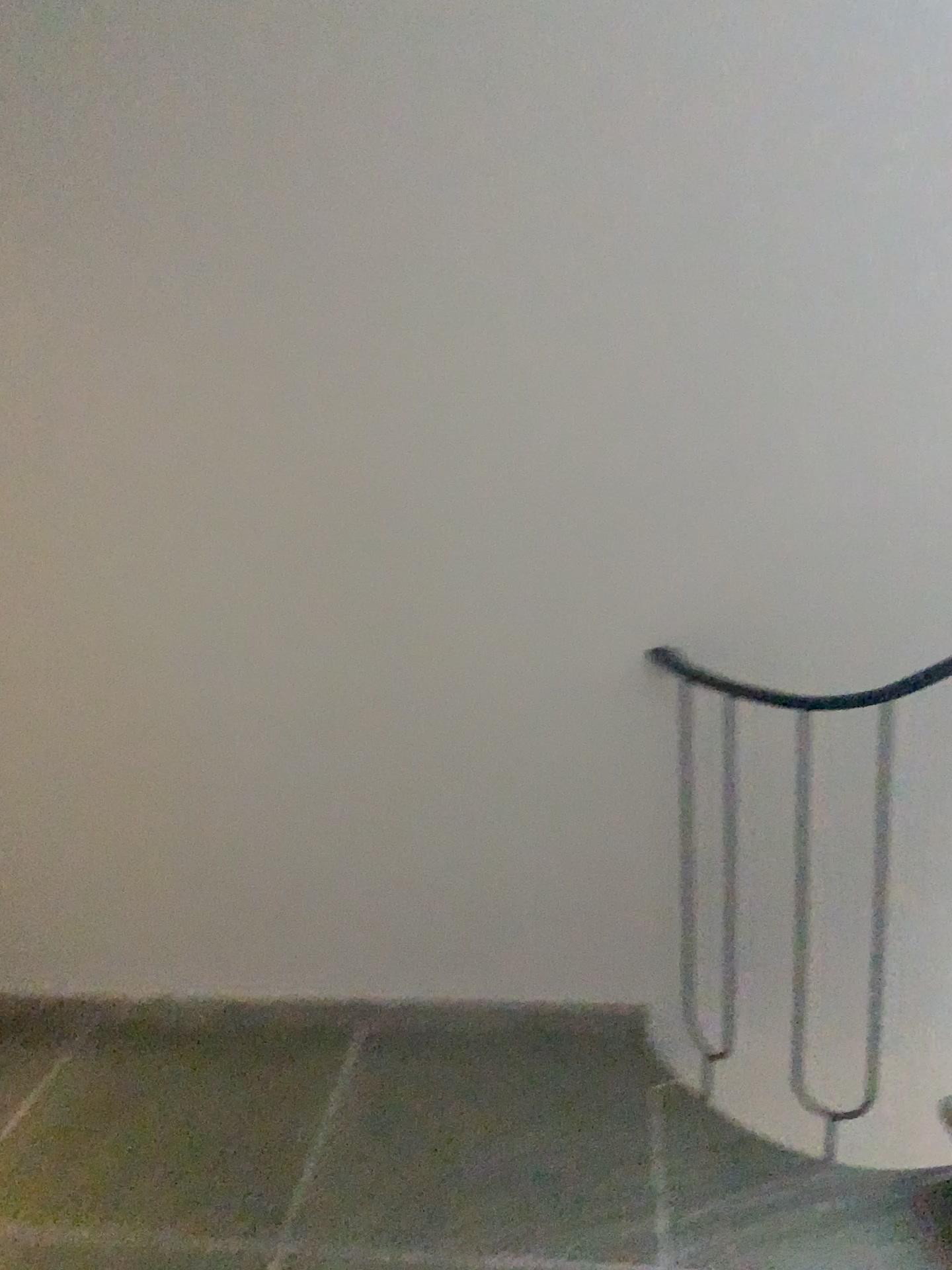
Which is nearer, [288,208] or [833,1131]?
[288,208]
